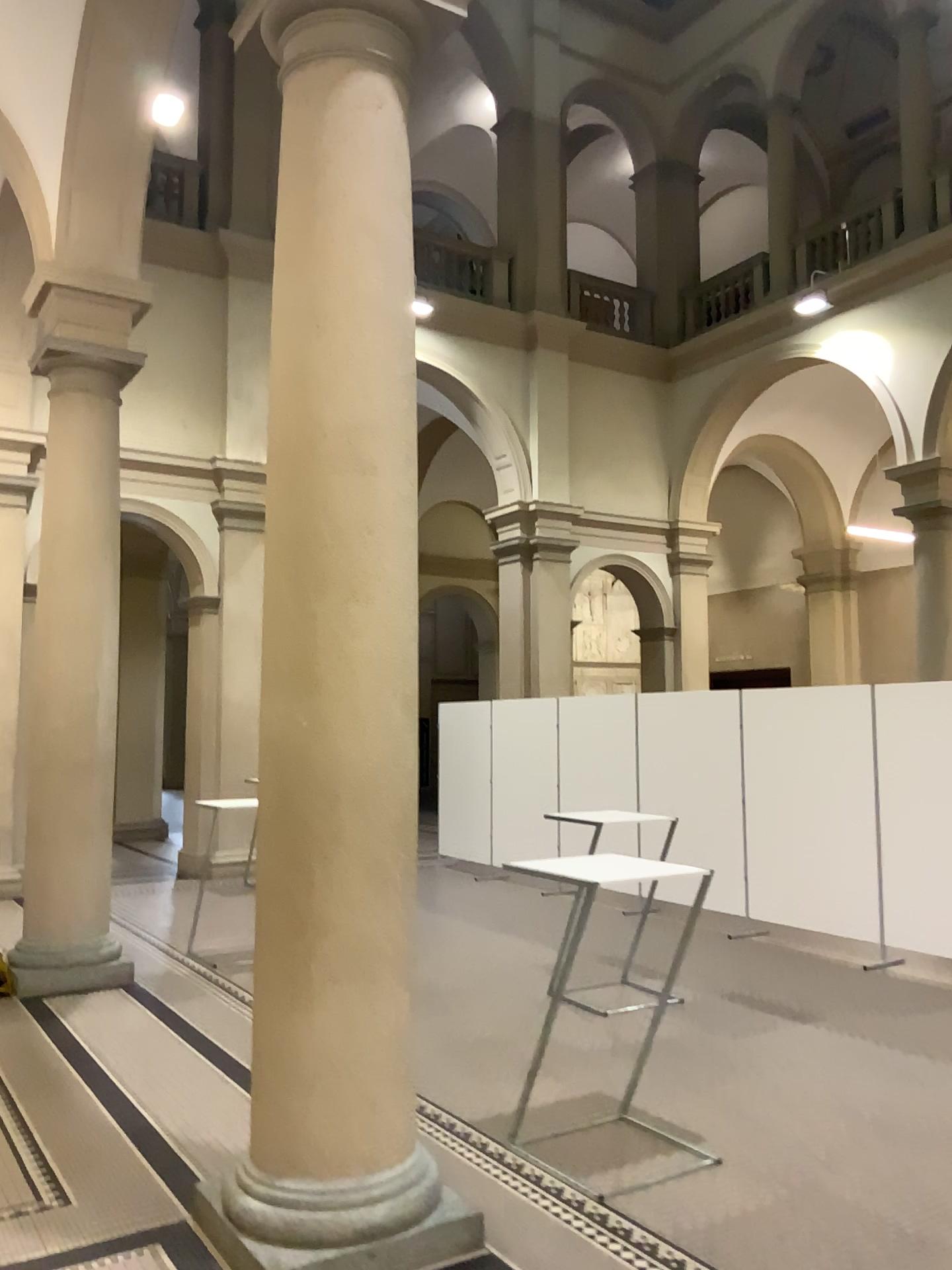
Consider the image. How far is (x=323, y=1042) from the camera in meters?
3.3 m

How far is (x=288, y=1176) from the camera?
3.3 meters

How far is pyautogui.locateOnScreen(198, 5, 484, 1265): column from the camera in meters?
3.3
